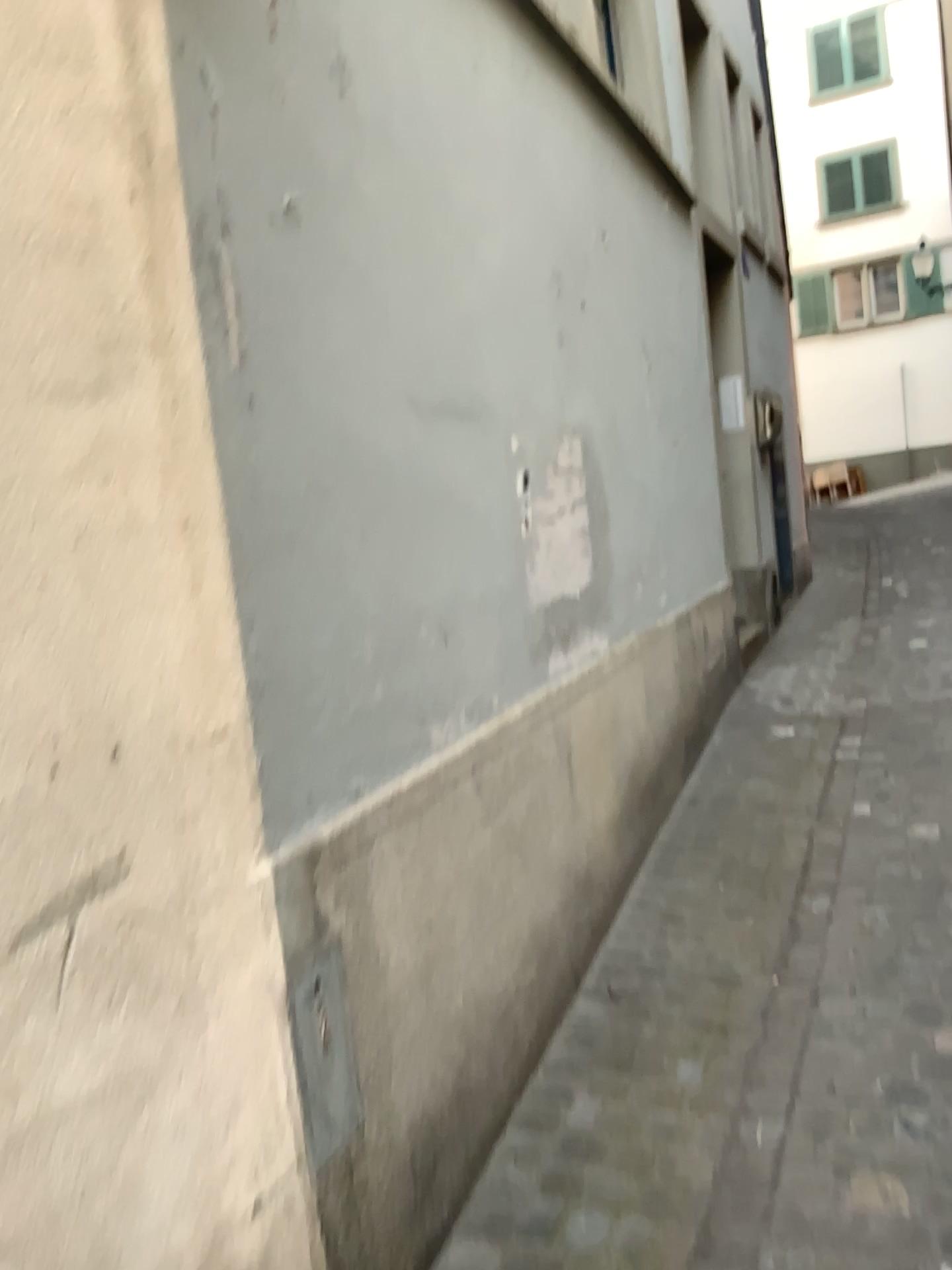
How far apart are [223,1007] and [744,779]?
3.09m
